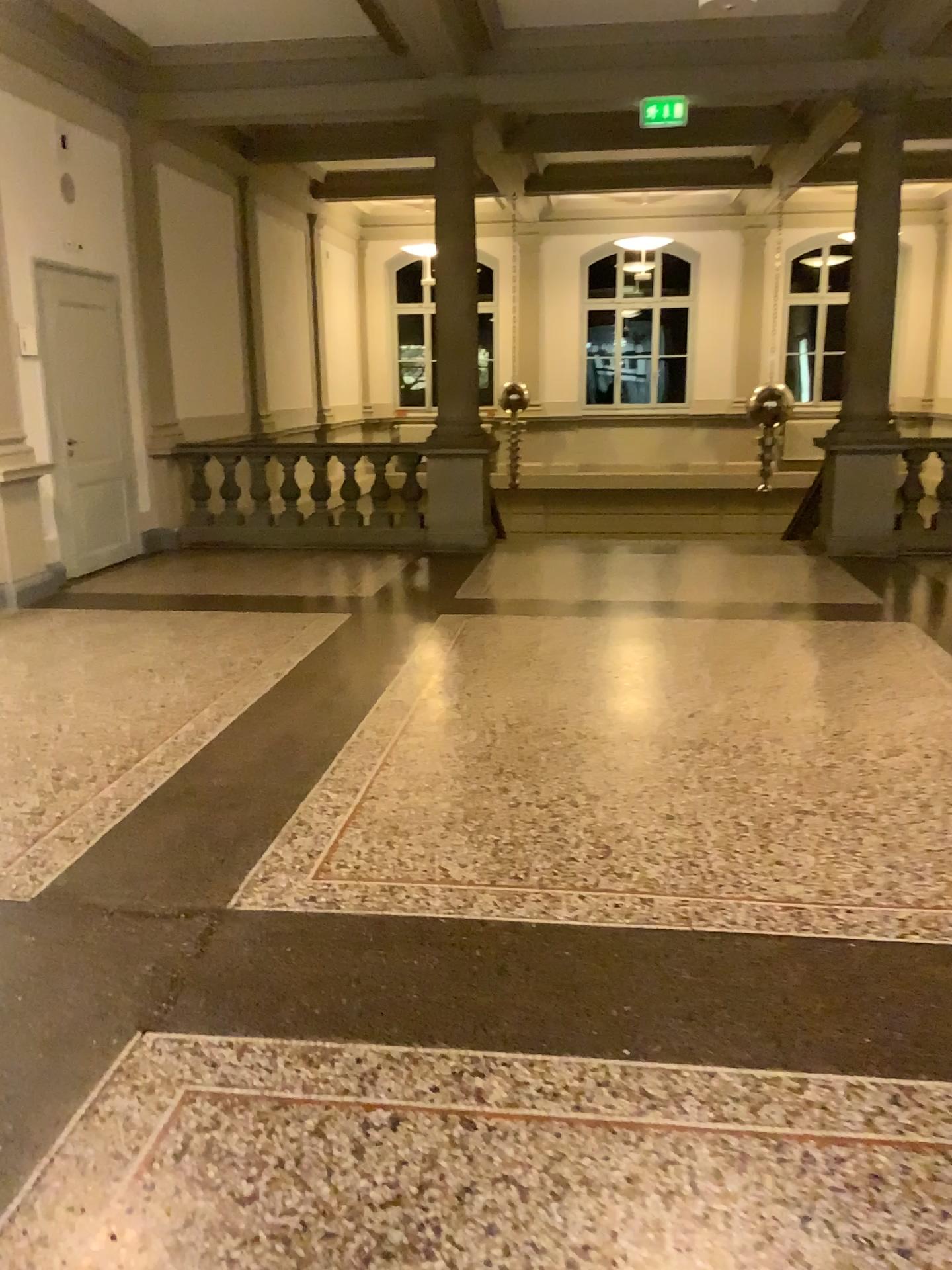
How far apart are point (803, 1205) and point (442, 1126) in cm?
66
